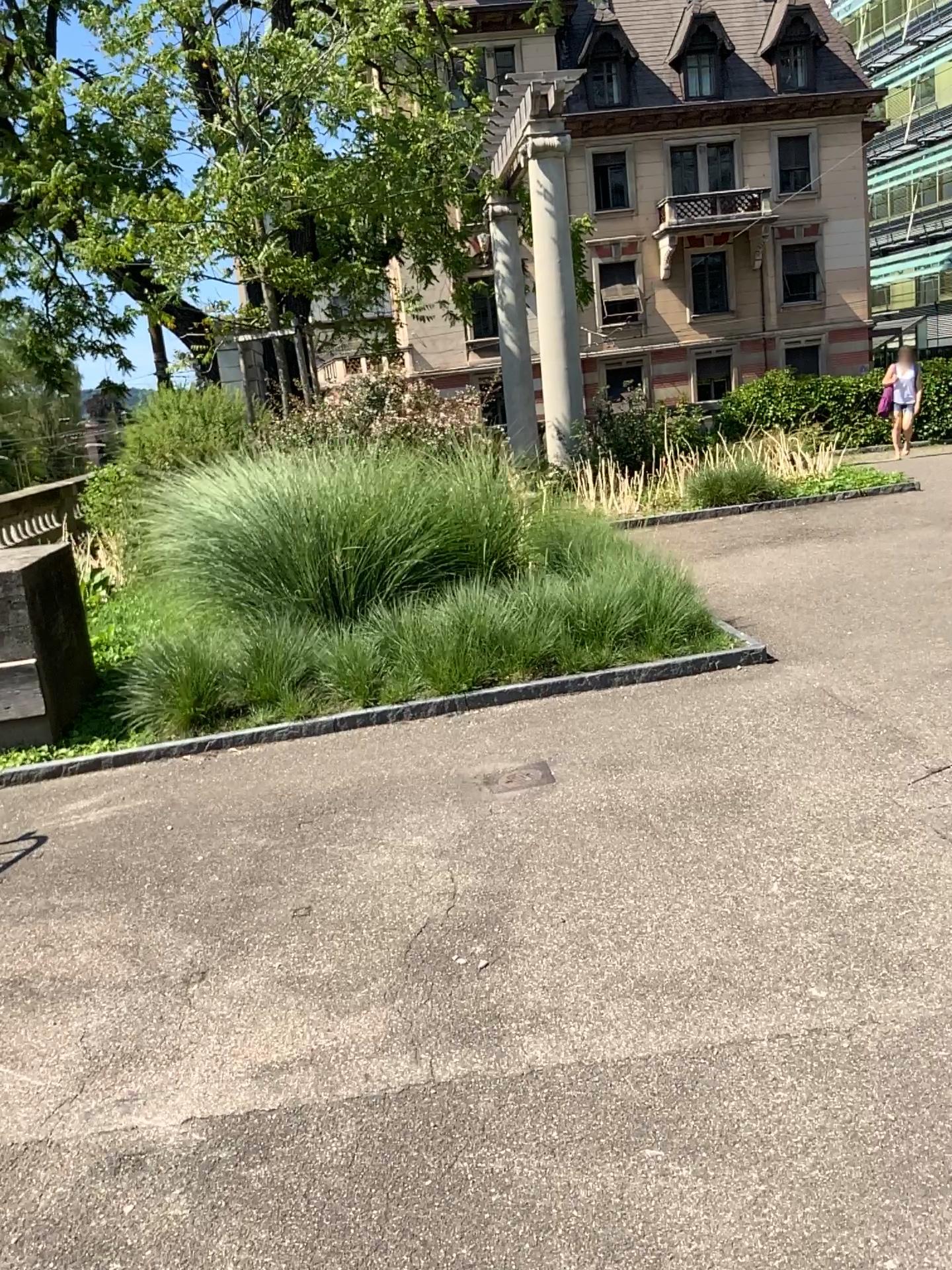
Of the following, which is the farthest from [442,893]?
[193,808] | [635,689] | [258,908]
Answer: [635,689]
